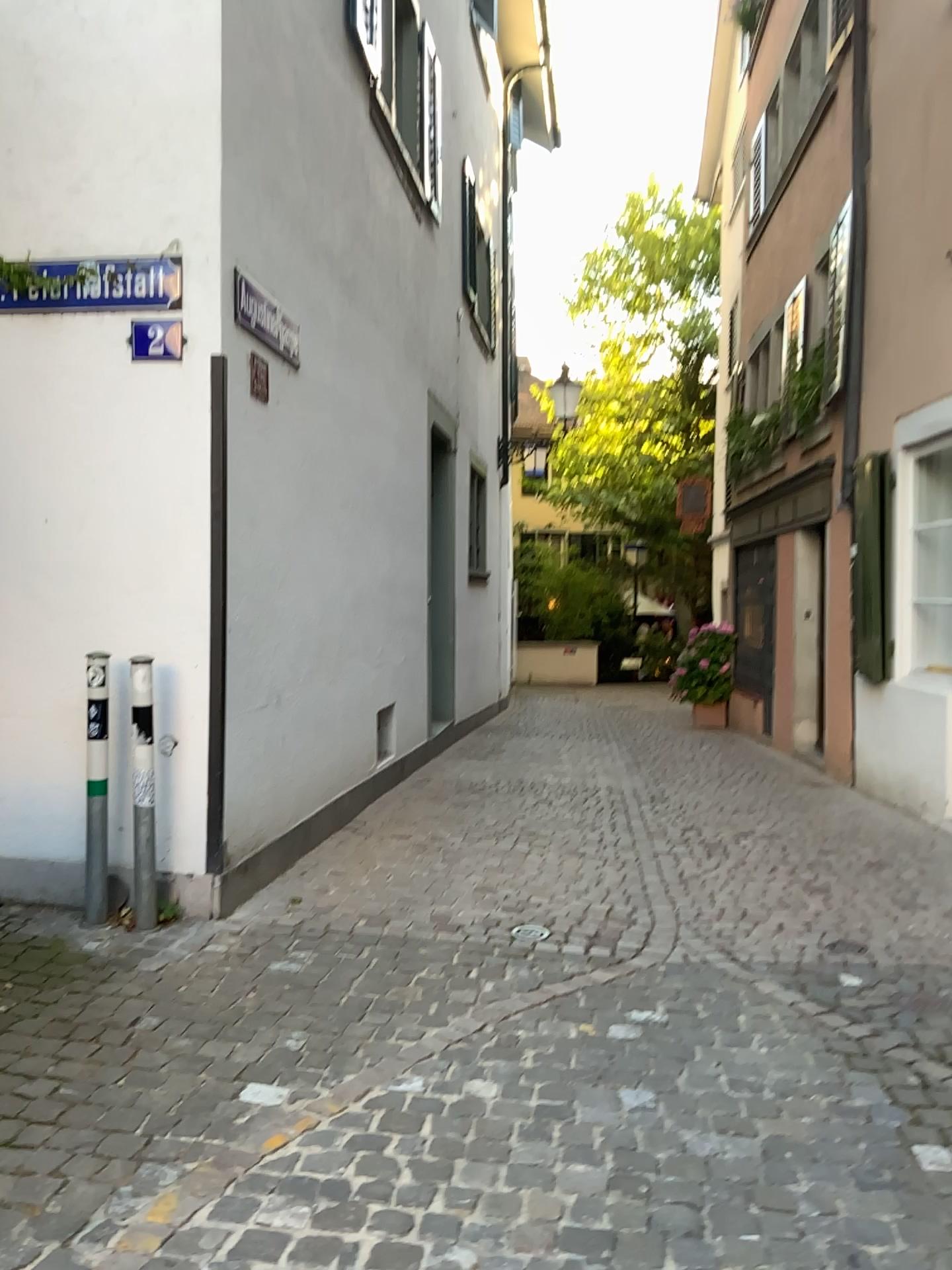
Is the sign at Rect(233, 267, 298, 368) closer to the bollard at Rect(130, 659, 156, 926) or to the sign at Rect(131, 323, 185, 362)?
the sign at Rect(131, 323, 185, 362)

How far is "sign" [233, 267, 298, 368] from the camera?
4.41m

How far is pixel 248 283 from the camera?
4.4m

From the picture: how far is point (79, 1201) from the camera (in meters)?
2.22

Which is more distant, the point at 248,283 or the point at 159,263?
the point at 248,283

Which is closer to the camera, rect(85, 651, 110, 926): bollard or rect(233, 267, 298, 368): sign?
rect(85, 651, 110, 926): bollard

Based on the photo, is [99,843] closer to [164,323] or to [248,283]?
[164,323]

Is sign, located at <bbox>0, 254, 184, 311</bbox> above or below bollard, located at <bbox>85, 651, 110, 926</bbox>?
above

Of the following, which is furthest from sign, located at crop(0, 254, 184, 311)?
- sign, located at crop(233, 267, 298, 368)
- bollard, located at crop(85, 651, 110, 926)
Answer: bollard, located at crop(85, 651, 110, 926)

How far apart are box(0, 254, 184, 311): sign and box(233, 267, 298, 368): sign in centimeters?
35cm
